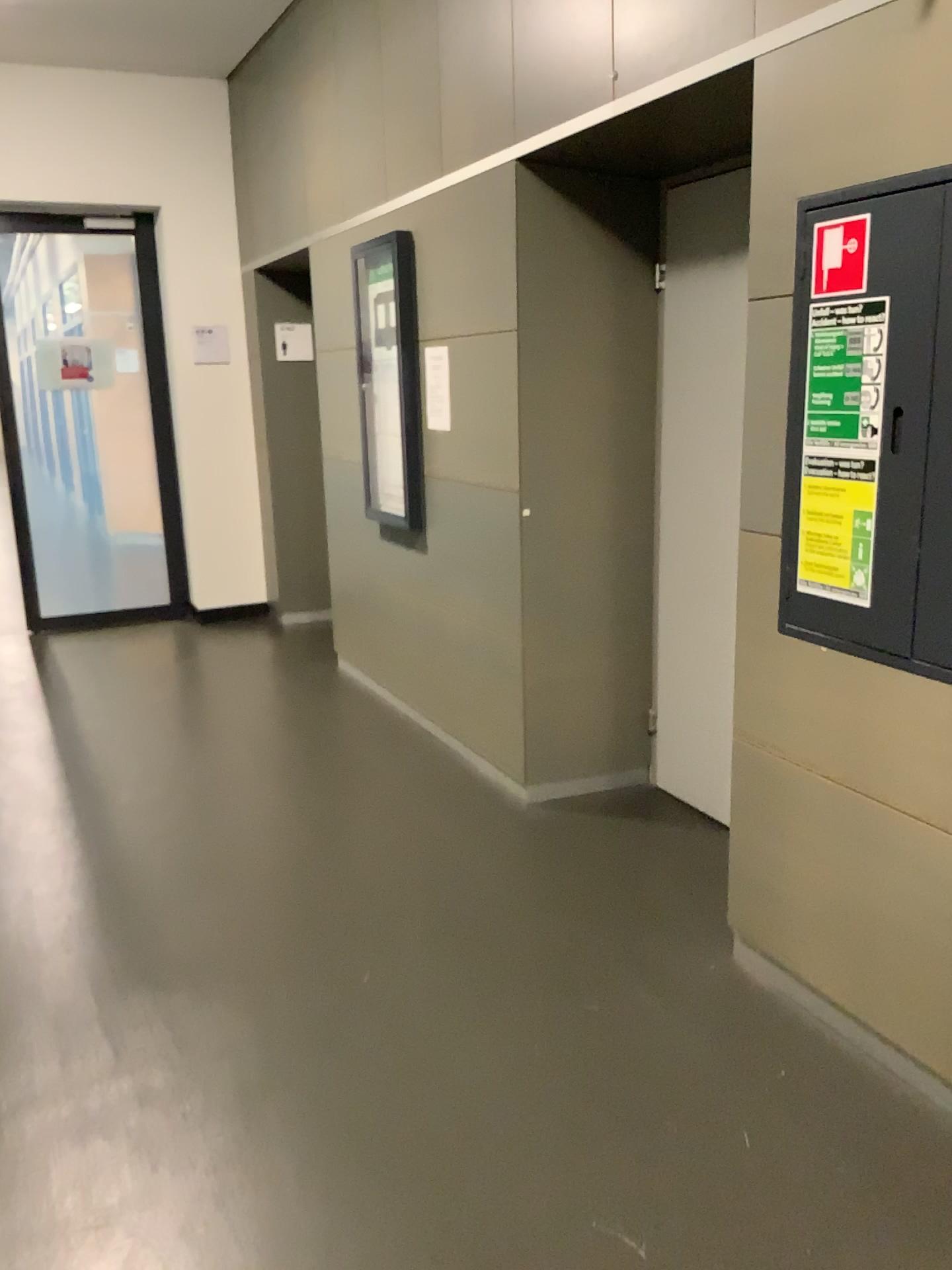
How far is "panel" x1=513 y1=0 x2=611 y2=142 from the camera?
2.8m

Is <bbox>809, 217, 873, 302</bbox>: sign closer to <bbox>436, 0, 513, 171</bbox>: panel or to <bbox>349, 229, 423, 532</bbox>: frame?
<bbox>436, 0, 513, 171</bbox>: panel

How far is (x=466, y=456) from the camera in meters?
3.7 m

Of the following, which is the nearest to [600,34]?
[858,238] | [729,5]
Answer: [729,5]

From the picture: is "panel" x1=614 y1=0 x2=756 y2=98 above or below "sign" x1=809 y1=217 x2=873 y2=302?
above

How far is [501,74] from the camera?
3.24m

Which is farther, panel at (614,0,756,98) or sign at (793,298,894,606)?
panel at (614,0,756,98)

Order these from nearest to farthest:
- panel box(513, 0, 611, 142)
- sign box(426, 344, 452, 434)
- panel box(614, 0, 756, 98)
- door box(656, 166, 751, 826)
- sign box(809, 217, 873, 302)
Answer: sign box(809, 217, 873, 302) < panel box(614, 0, 756, 98) < panel box(513, 0, 611, 142) < door box(656, 166, 751, 826) < sign box(426, 344, 452, 434)

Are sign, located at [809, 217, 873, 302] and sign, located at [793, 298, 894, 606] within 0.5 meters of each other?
yes

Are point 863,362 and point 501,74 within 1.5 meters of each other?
no
